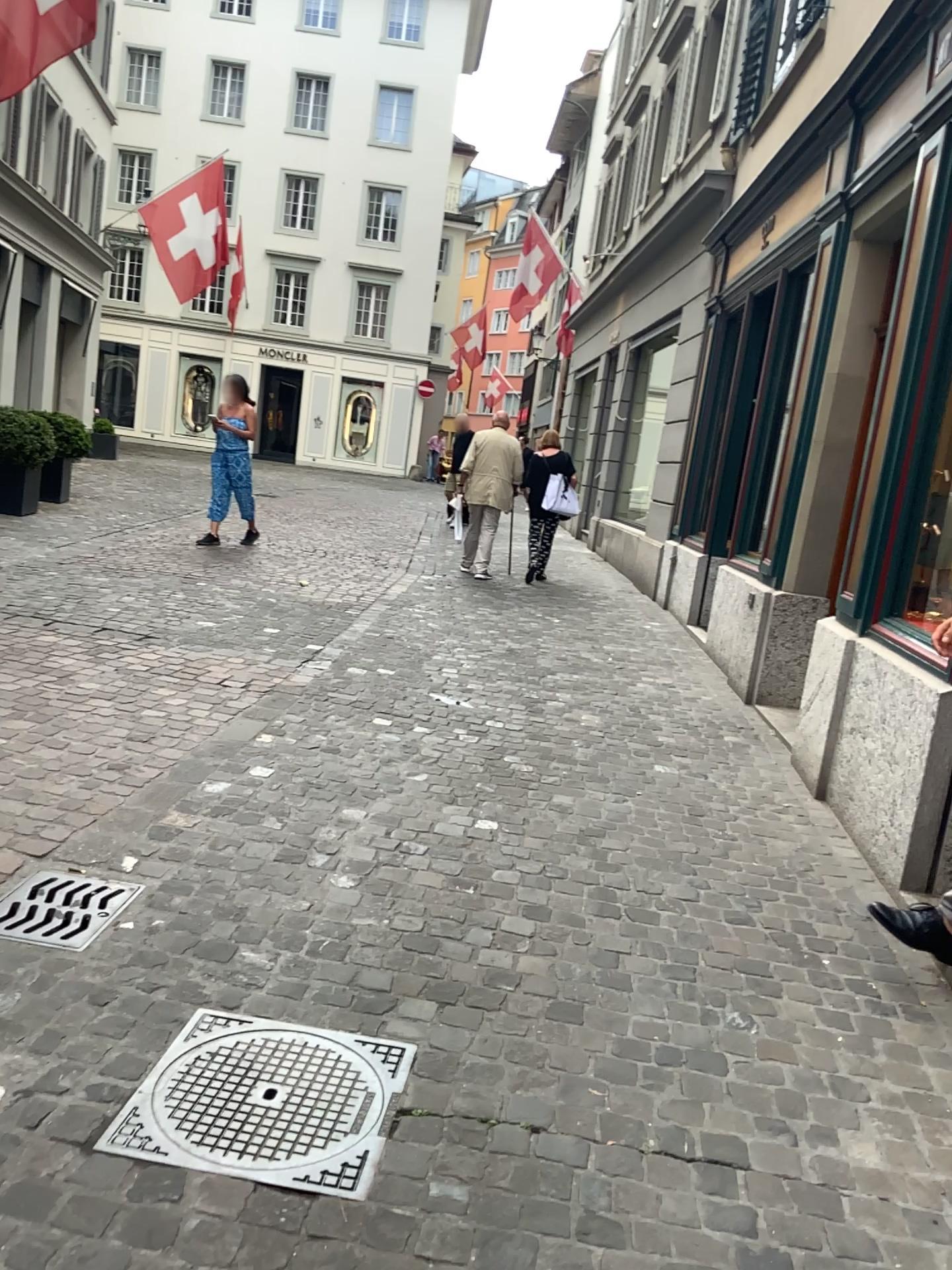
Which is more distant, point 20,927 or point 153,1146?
point 20,927

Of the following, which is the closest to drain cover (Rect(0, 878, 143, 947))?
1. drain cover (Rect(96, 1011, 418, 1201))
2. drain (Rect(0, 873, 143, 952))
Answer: drain (Rect(0, 873, 143, 952))

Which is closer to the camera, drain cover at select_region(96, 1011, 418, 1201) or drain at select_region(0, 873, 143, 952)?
drain cover at select_region(96, 1011, 418, 1201)

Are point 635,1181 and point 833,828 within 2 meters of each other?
no

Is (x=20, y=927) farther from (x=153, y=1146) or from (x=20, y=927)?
(x=153, y=1146)

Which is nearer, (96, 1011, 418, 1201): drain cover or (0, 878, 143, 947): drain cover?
(96, 1011, 418, 1201): drain cover

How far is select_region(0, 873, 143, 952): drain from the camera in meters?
2.7

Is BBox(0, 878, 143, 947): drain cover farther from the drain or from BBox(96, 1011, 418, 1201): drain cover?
BBox(96, 1011, 418, 1201): drain cover

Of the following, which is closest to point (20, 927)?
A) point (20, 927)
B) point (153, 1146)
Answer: point (20, 927)
